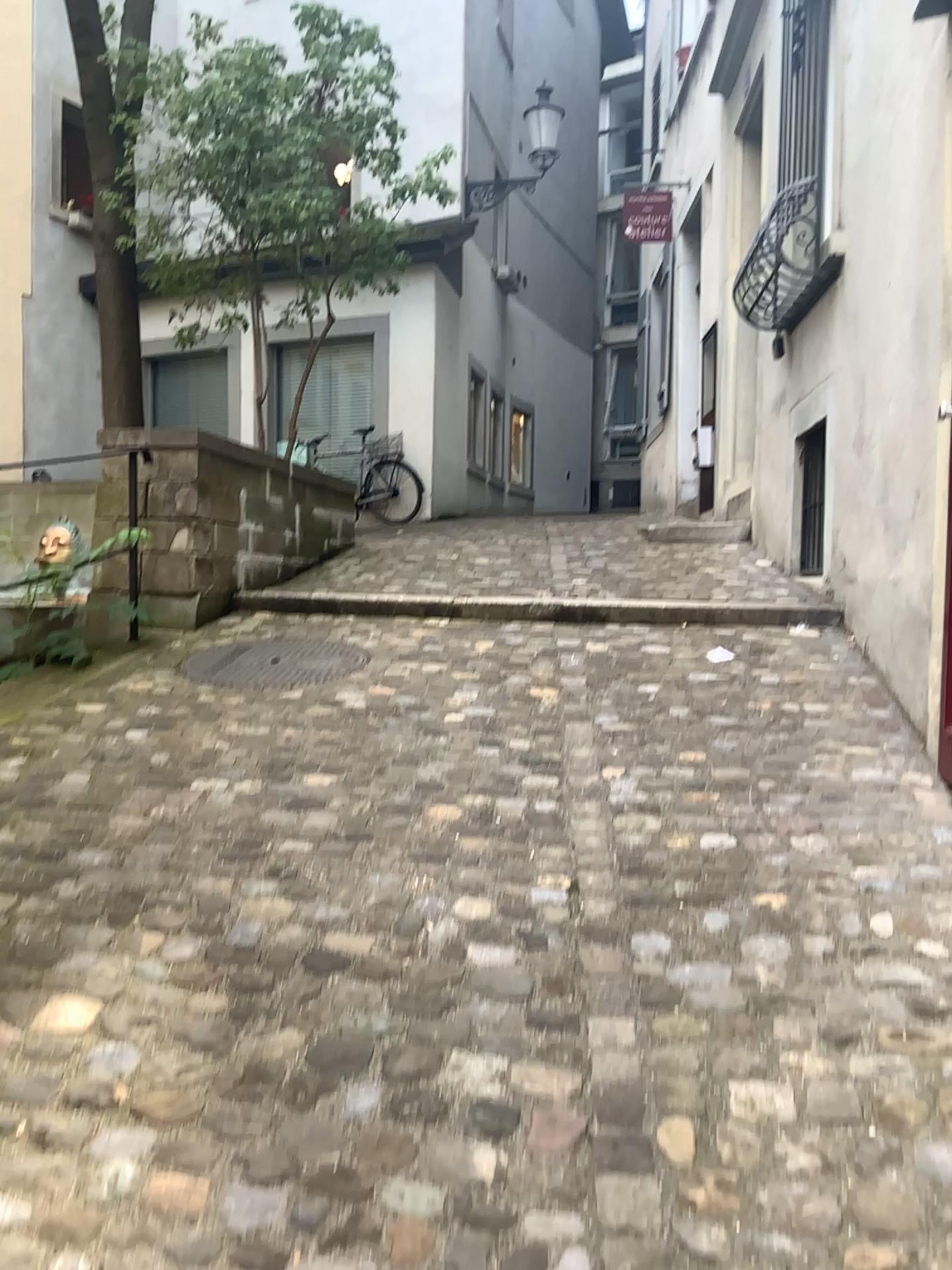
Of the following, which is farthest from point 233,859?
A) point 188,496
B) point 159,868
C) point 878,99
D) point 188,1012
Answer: point 878,99

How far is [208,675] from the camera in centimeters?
373cm

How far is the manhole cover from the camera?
3.7m
